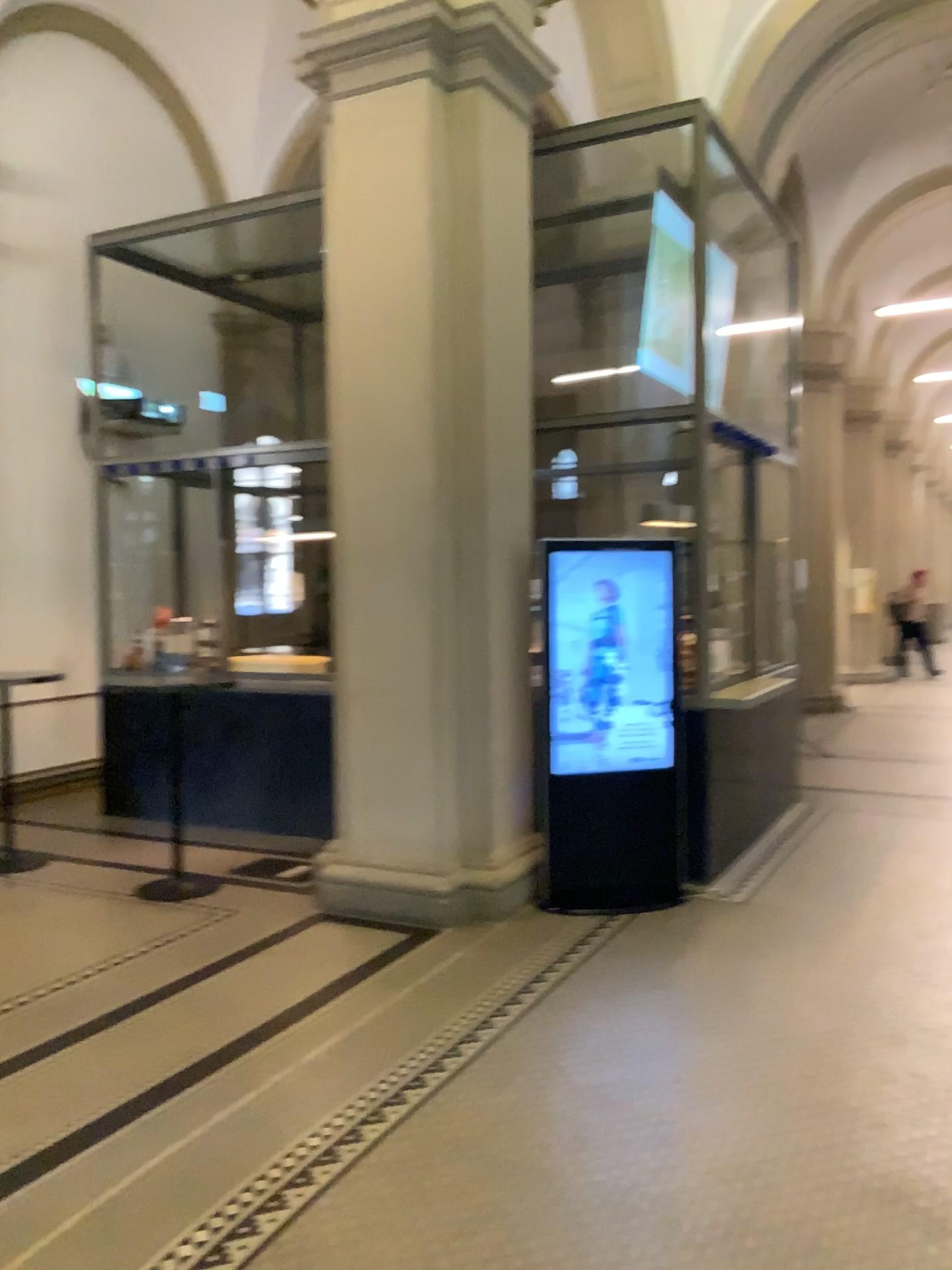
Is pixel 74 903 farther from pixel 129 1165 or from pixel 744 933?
pixel 744 933
